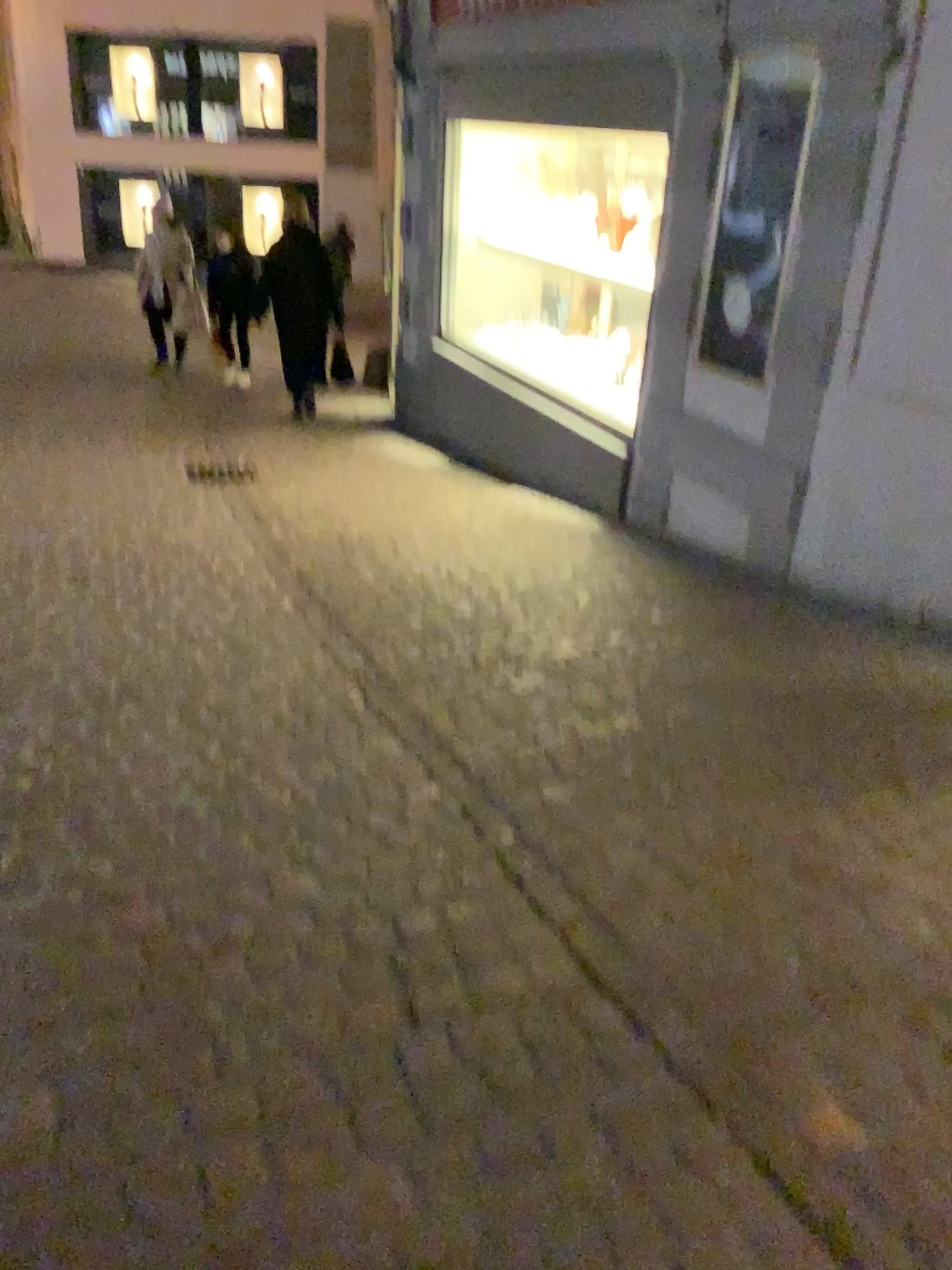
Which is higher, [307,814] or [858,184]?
[858,184]
